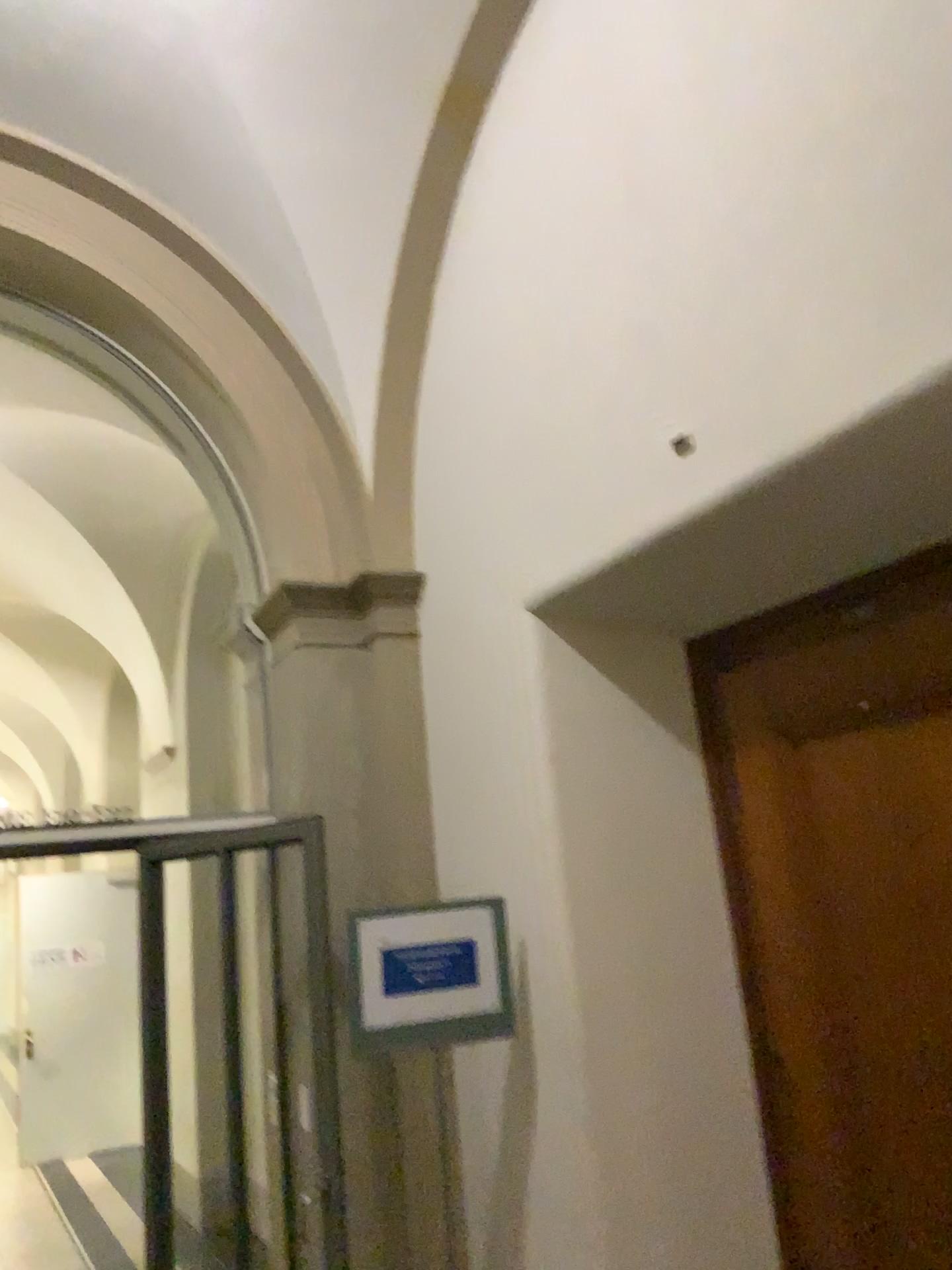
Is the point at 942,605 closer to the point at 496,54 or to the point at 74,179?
the point at 496,54

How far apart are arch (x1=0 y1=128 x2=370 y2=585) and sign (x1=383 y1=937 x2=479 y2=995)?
1.55m

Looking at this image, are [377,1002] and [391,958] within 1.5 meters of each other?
yes

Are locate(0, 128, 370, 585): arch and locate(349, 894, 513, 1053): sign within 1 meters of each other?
no

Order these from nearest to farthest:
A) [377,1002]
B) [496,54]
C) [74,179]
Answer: [377,1002], [496,54], [74,179]

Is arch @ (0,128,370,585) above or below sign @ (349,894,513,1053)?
above

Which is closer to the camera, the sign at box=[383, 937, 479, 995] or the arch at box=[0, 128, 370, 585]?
the sign at box=[383, 937, 479, 995]

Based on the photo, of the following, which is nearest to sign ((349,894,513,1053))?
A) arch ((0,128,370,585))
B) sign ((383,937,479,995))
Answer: sign ((383,937,479,995))

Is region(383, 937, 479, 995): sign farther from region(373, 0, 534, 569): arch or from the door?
region(373, 0, 534, 569): arch

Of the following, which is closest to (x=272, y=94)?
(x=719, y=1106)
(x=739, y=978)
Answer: (x=739, y=978)
